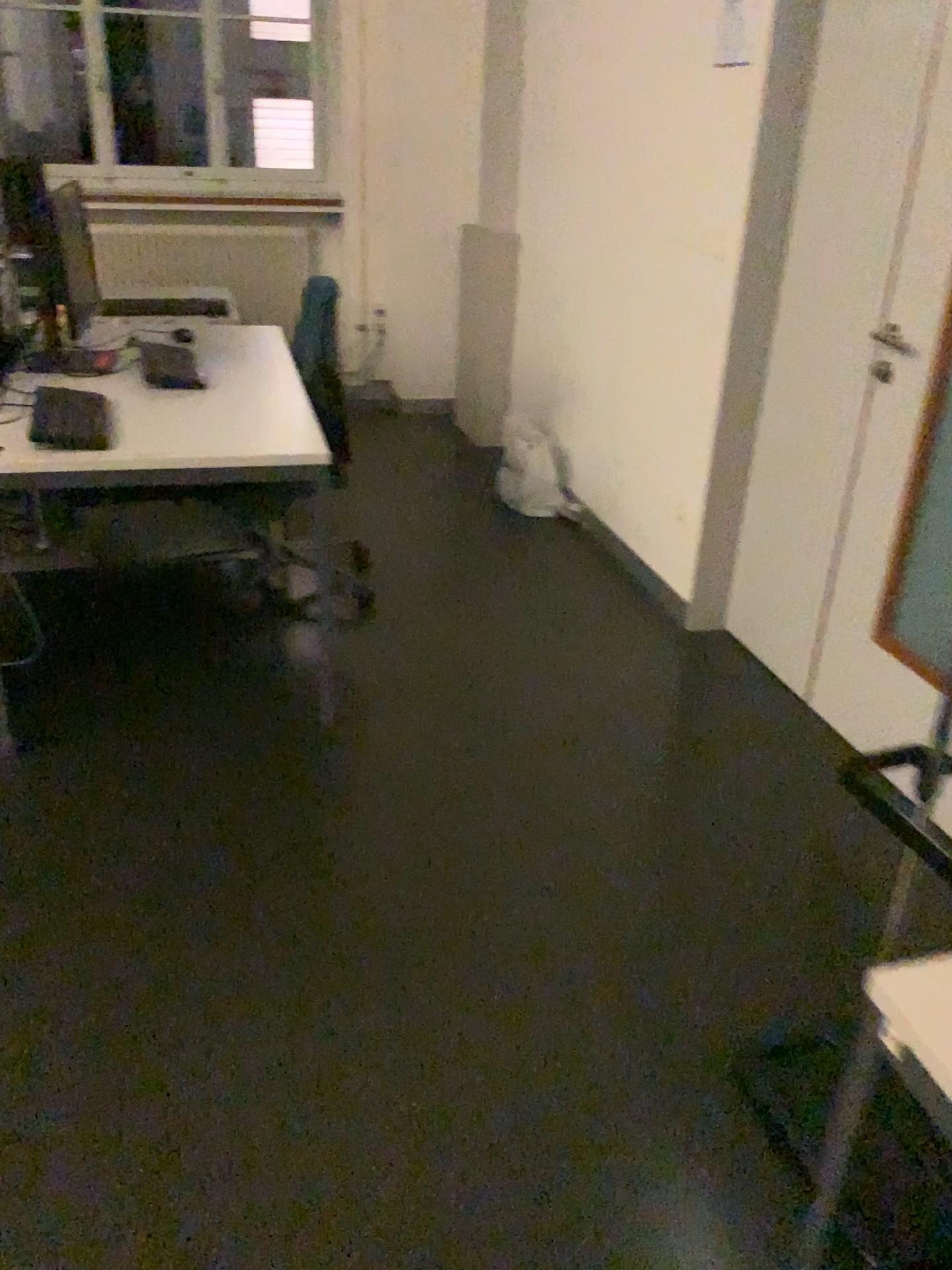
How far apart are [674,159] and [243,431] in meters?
1.6 m

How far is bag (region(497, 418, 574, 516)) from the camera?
4.2 meters

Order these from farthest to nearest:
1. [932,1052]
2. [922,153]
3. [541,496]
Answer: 1. [541,496]
2. [922,153]
3. [932,1052]

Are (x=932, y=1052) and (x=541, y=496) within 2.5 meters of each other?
no

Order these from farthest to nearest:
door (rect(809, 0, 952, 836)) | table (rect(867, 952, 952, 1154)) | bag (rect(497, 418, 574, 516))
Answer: bag (rect(497, 418, 574, 516)) < door (rect(809, 0, 952, 836)) < table (rect(867, 952, 952, 1154))

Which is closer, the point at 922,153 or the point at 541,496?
the point at 922,153

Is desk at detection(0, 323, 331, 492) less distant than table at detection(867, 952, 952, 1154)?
No

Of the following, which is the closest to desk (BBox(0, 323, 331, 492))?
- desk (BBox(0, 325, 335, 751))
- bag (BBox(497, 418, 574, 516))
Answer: desk (BBox(0, 325, 335, 751))

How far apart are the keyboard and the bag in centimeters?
191cm

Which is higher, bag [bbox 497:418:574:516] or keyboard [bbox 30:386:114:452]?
keyboard [bbox 30:386:114:452]
